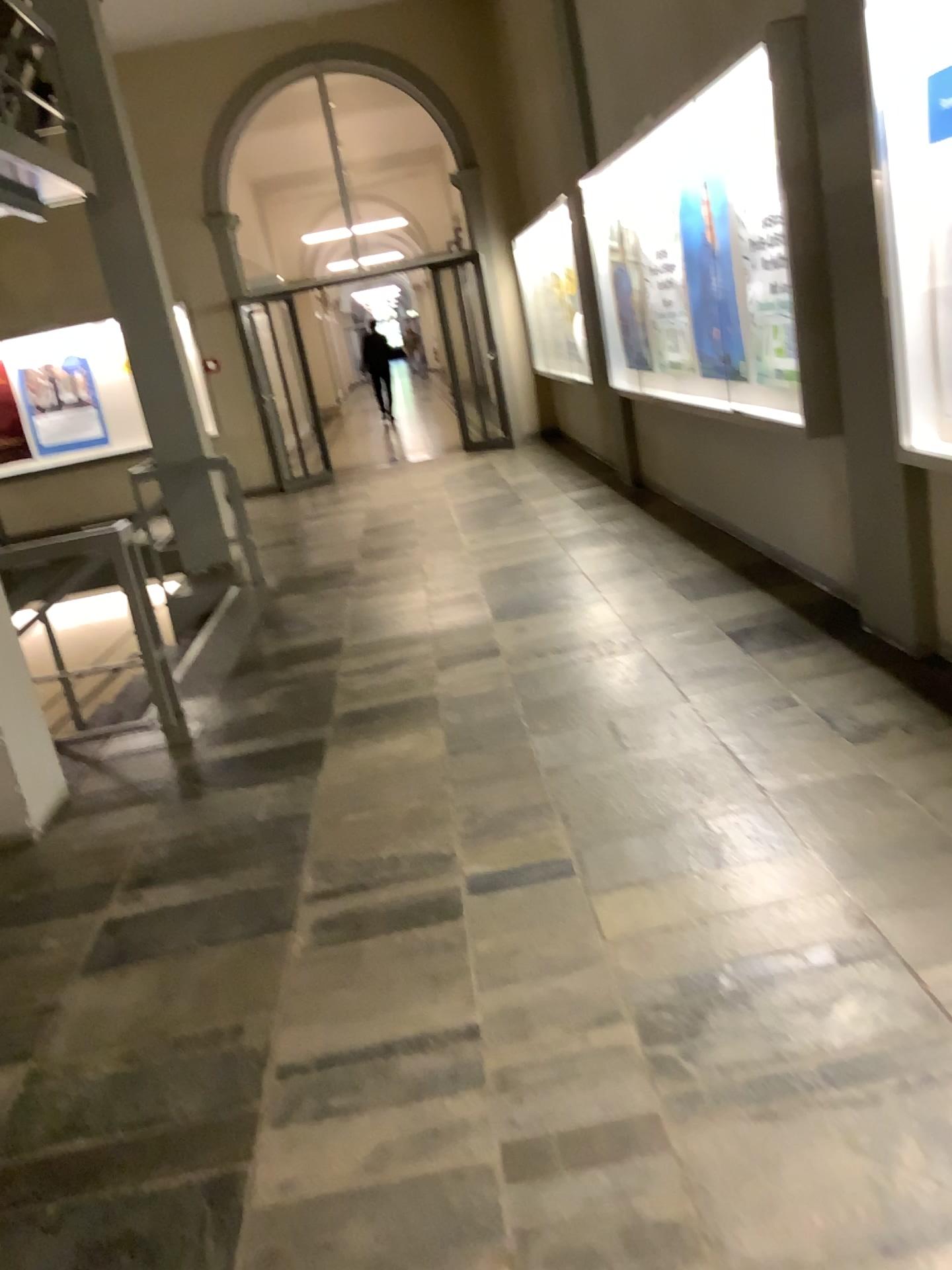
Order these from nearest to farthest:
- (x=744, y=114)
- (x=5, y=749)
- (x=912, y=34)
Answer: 1. (x=912, y=34)
2. (x=5, y=749)
3. (x=744, y=114)

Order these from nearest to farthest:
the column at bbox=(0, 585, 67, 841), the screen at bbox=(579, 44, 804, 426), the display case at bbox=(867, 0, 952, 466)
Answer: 1. the display case at bbox=(867, 0, 952, 466)
2. the column at bbox=(0, 585, 67, 841)
3. the screen at bbox=(579, 44, 804, 426)

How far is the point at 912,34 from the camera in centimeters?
296cm

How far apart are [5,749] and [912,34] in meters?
3.6

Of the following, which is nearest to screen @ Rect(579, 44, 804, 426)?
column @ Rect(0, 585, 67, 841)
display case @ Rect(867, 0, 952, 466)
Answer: display case @ Rect(867, 0, 952, 466)

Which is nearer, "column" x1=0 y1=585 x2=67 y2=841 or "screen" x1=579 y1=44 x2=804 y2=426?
"column" x1=0 y1=585 x2=67 y2=841

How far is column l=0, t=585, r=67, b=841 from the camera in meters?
3.7 m

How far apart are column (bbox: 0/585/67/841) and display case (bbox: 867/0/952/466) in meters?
3.1

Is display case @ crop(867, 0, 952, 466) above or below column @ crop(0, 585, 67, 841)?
above

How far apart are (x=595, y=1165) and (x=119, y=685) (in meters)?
3.62
